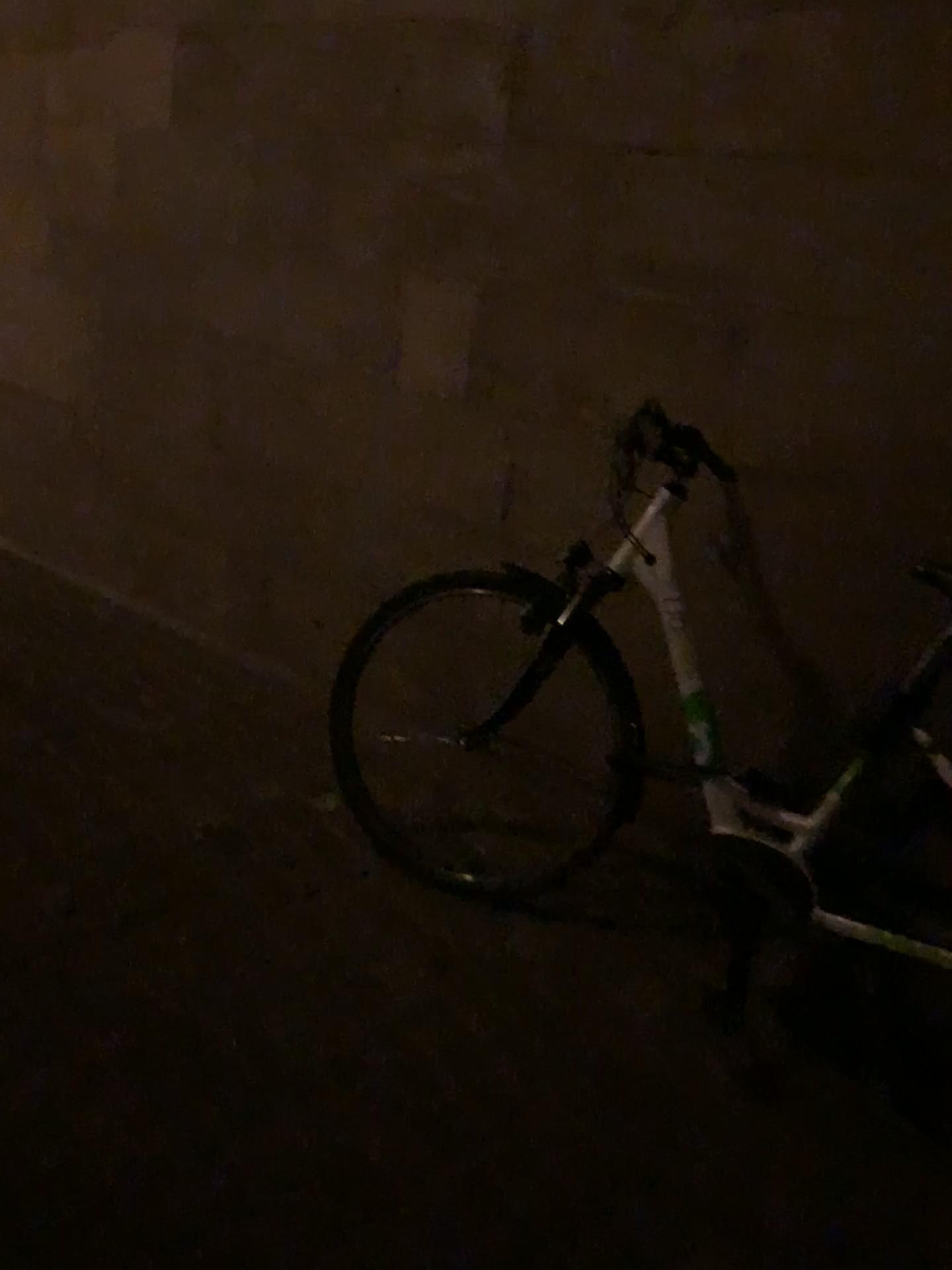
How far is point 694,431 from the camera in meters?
2.3 m

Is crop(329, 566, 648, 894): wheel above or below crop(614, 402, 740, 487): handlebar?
below

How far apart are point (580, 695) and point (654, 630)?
0.27m

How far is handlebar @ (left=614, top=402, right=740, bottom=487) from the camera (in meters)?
2.31

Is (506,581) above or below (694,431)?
below
